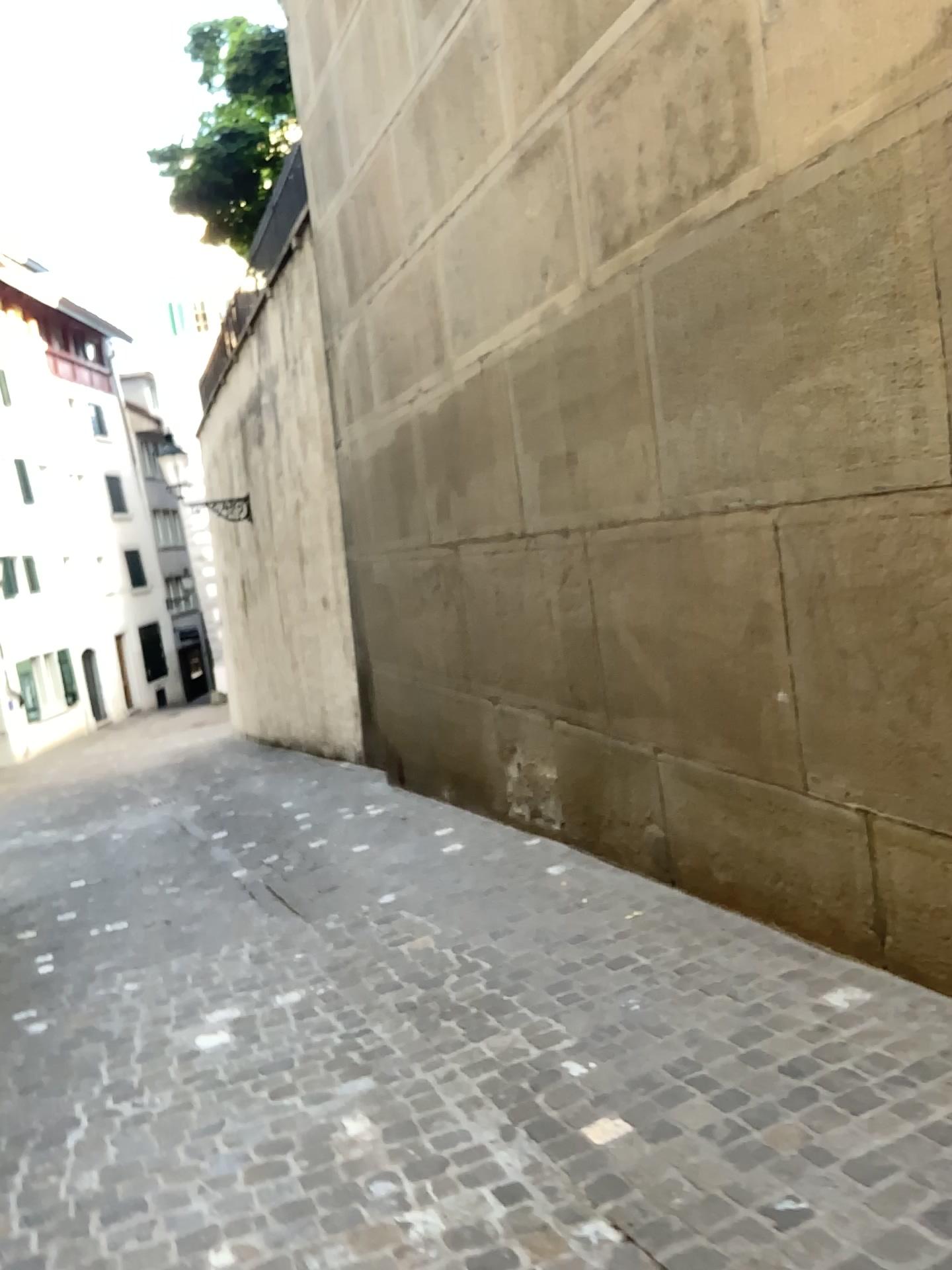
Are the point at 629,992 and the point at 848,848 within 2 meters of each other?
yes
